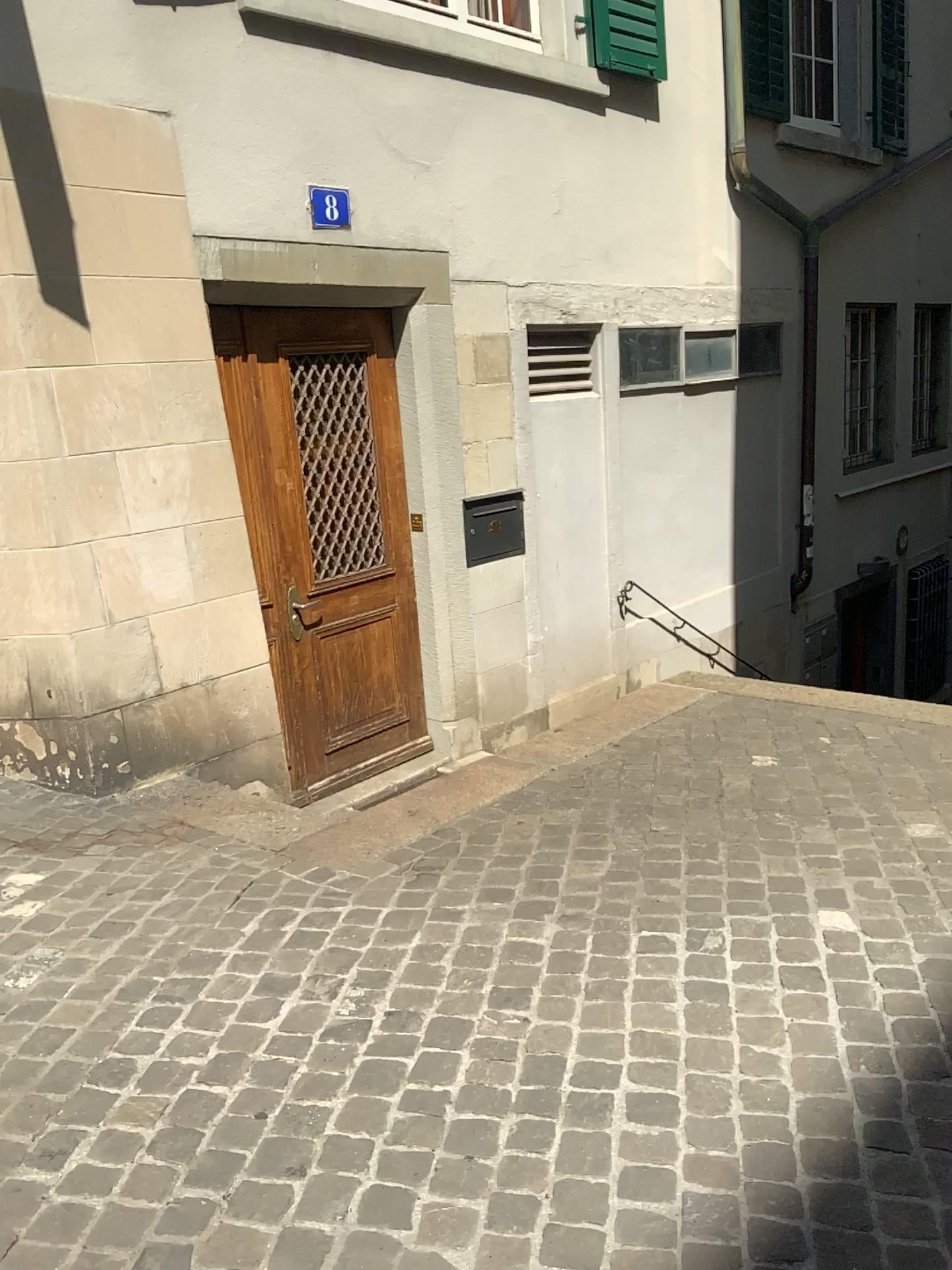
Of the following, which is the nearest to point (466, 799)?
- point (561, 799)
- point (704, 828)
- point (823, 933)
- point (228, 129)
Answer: point (561, 799)

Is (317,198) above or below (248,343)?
above

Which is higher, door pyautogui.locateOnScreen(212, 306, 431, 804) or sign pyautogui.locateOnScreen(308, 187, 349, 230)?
sign pyautogui.locateOnScreen(308, 187, 349, 230)

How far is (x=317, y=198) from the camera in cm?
448

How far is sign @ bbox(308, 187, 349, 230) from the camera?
4.5m
